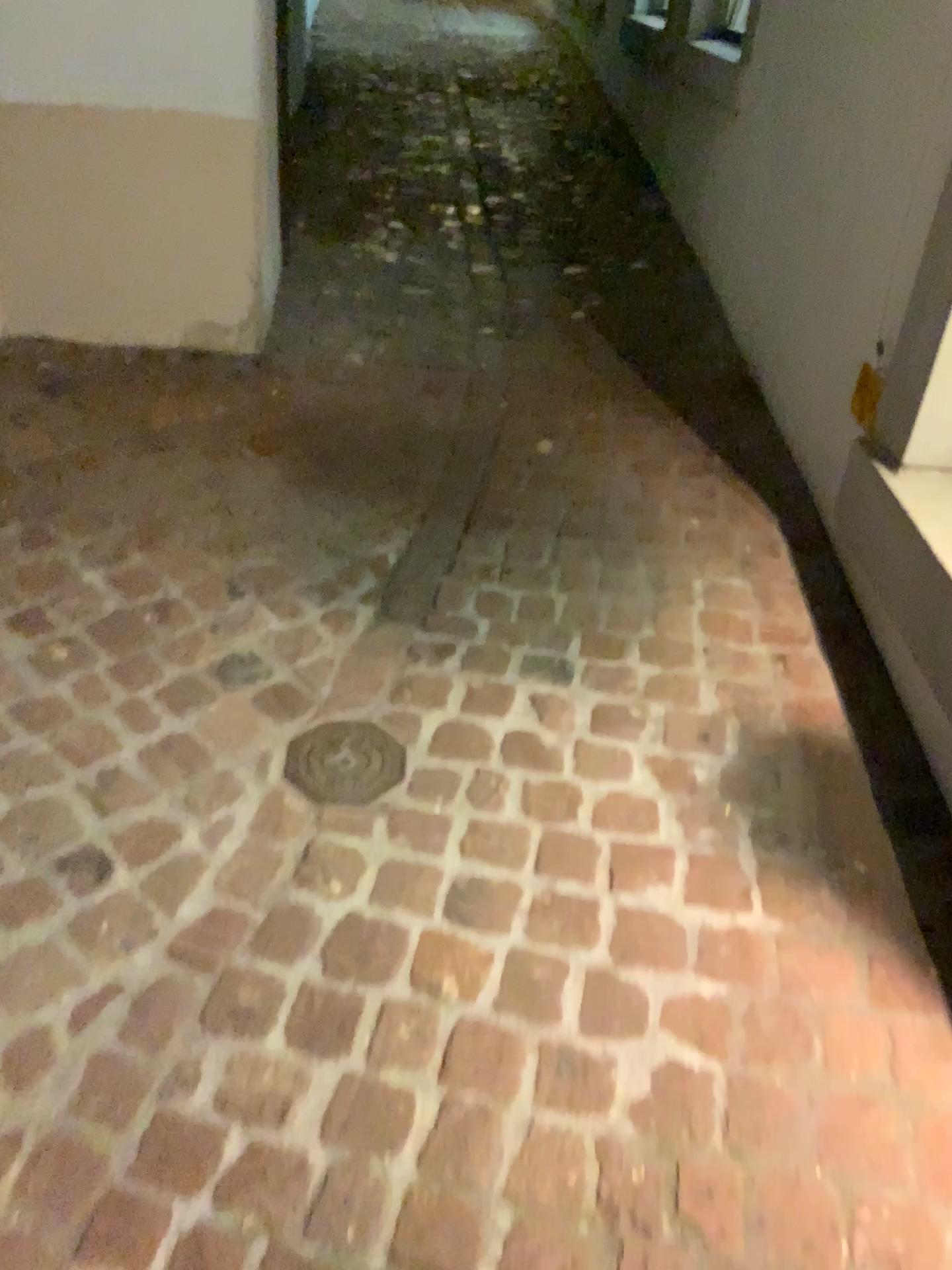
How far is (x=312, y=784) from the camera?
1.7m

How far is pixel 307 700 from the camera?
1.82m

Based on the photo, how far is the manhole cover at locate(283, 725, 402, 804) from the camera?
1.7 meters
